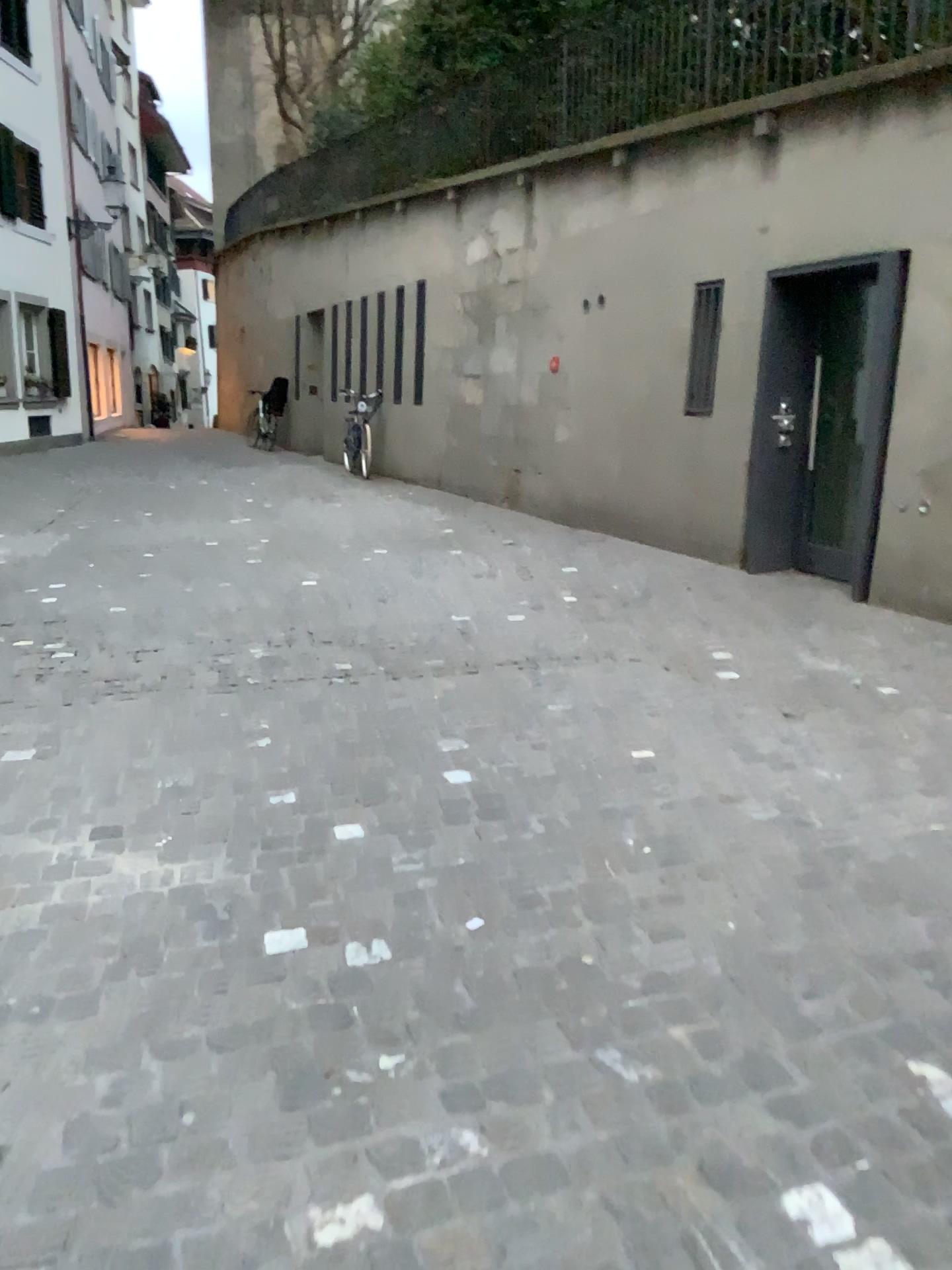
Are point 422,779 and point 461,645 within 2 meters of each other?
yes
